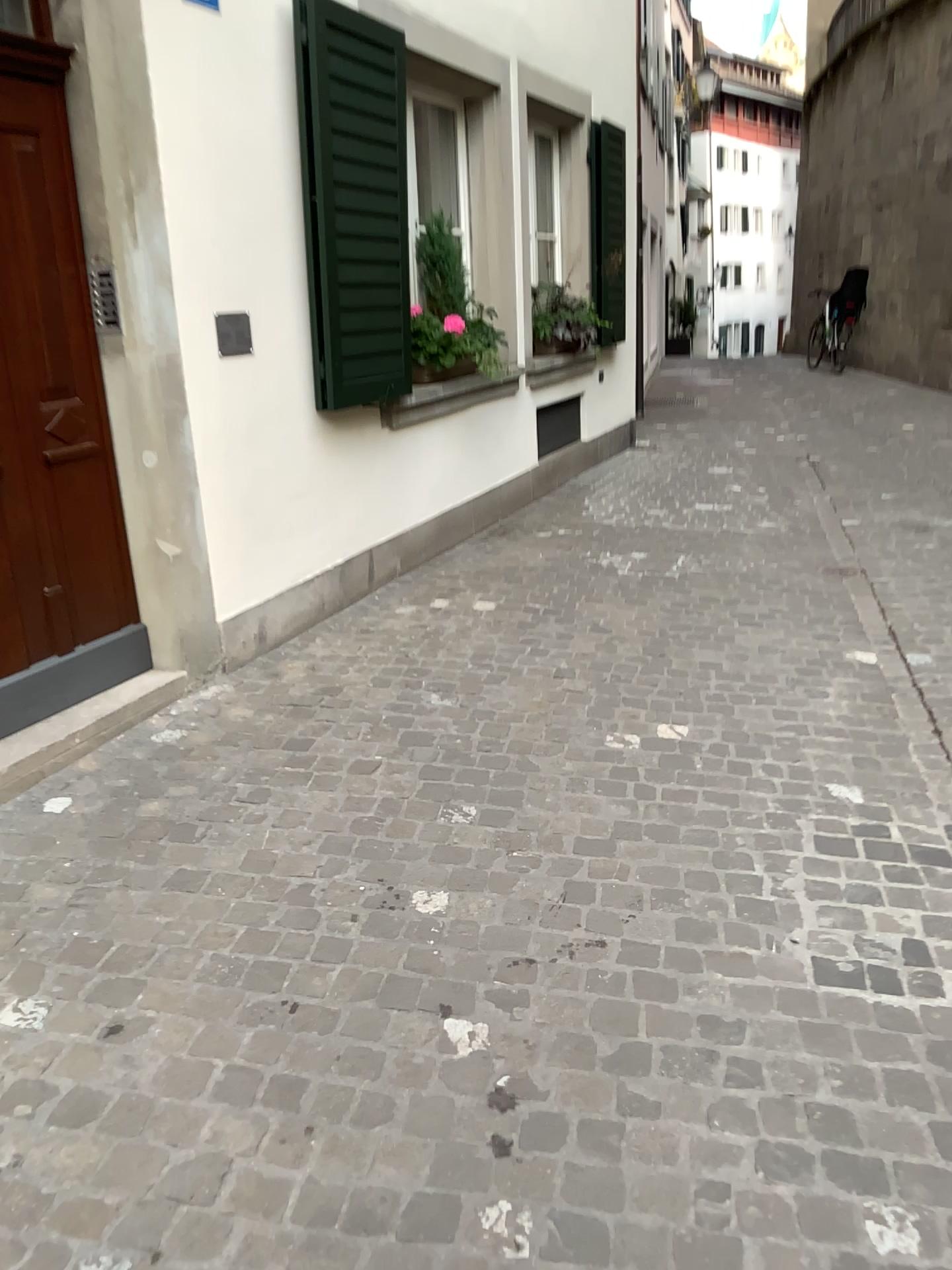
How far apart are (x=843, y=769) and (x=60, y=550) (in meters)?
2.54

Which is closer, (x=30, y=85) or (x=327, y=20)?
(x=30, y=85)

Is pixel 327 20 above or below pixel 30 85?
above

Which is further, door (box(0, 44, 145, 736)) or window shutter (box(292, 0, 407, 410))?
window shutter (box(292, 0, 407, 410))
